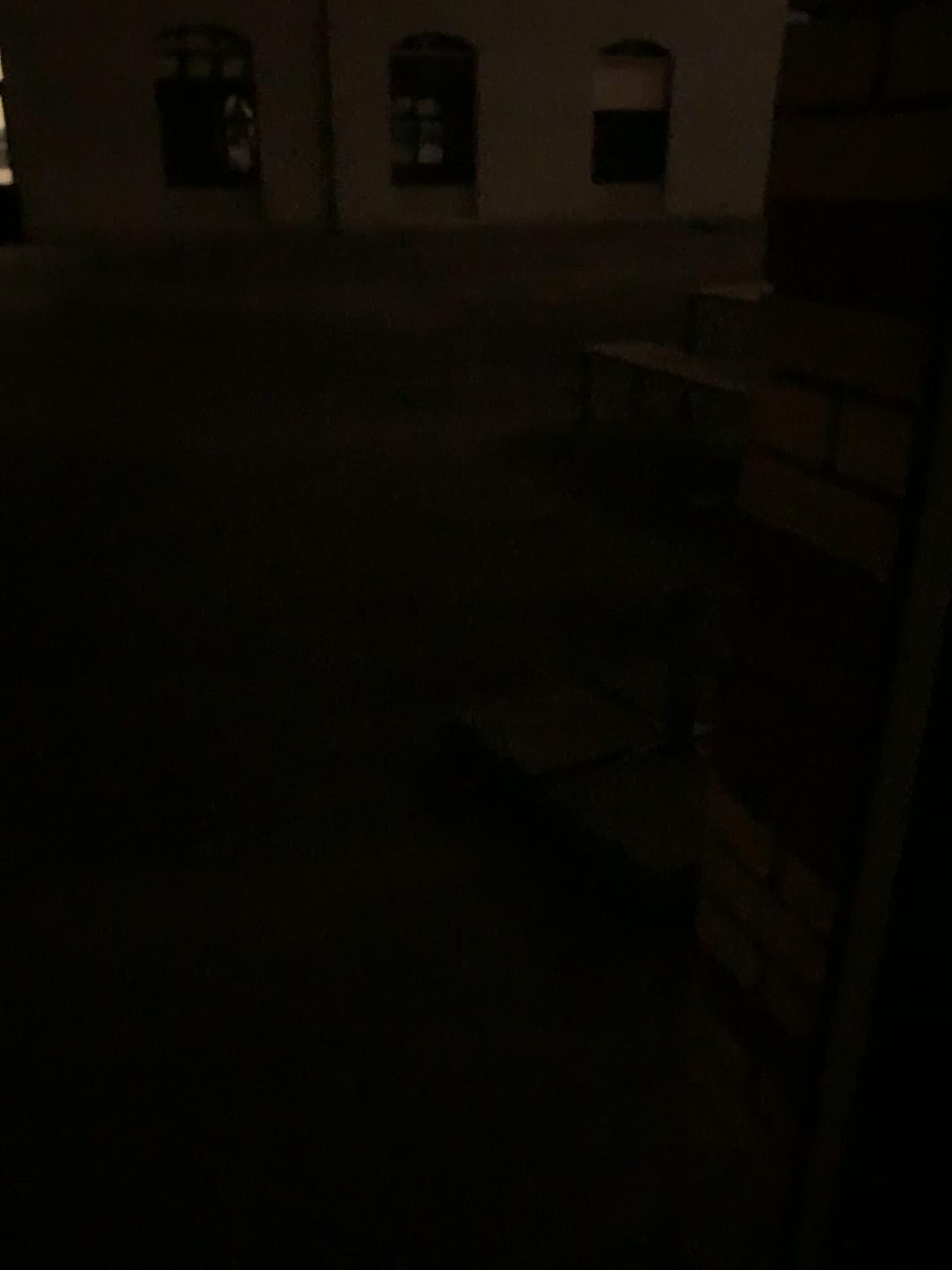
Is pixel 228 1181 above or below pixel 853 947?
below
